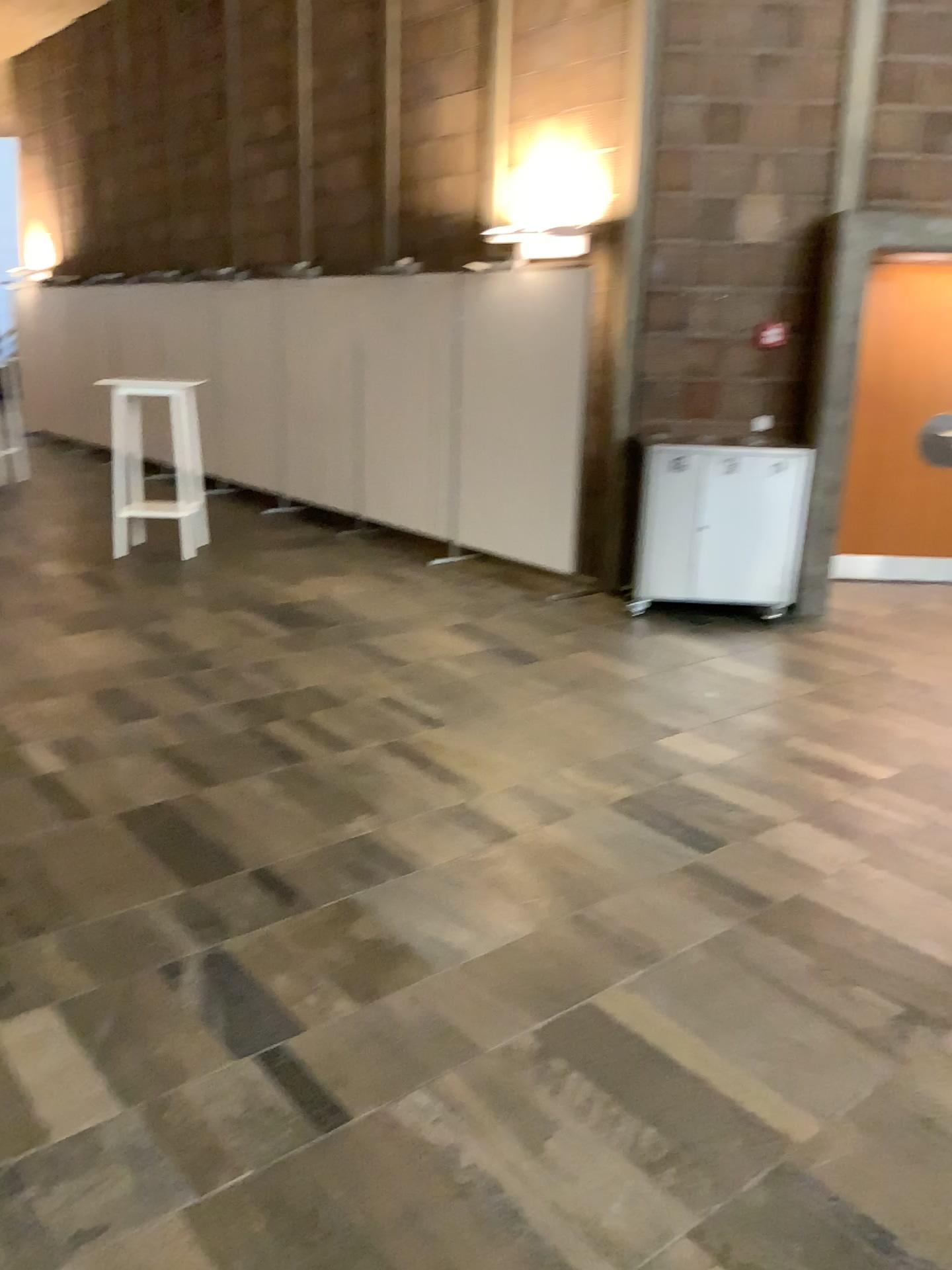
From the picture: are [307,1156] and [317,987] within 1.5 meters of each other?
yes
